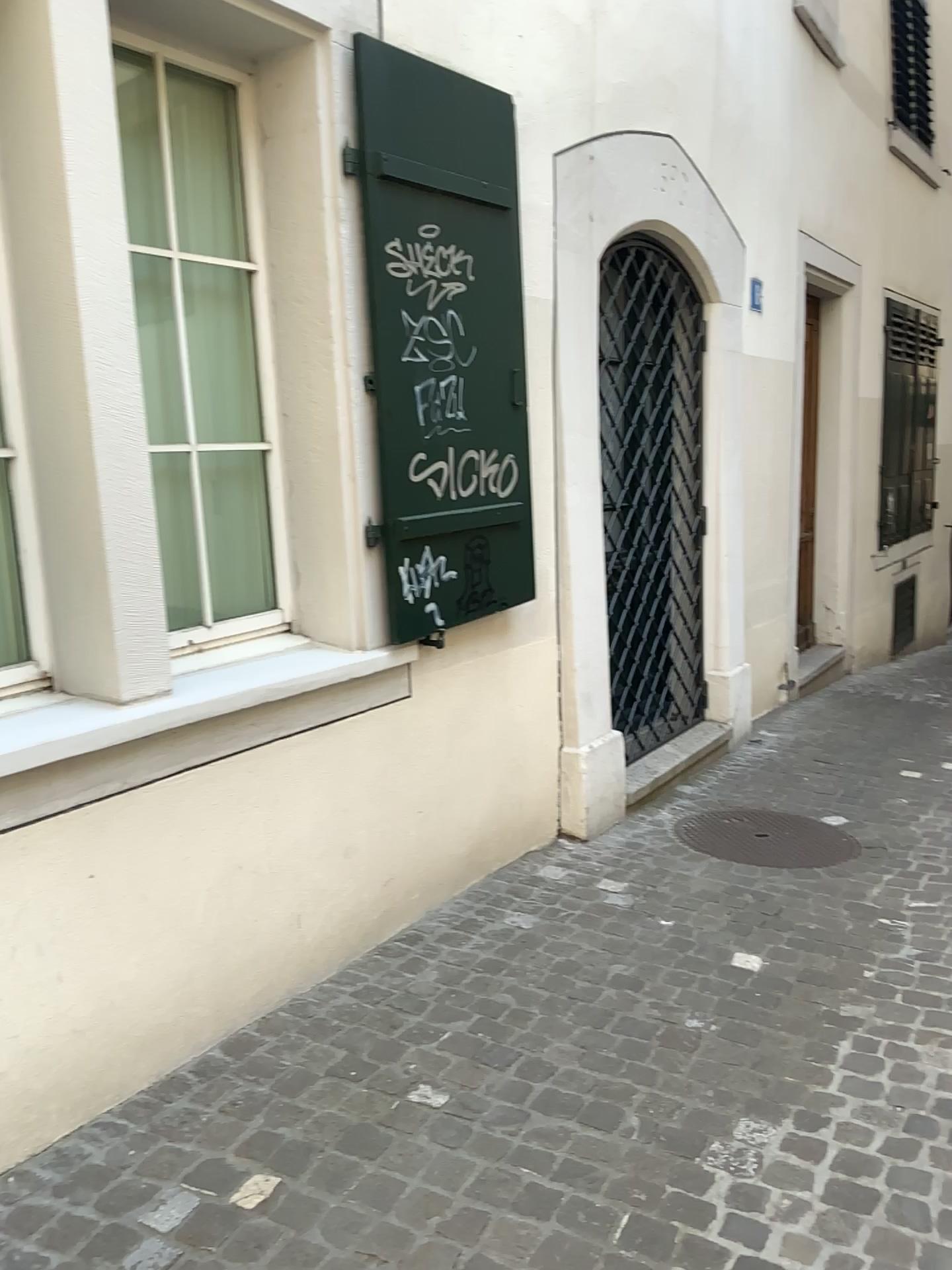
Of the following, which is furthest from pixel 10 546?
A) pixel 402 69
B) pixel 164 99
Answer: pixel 402 69

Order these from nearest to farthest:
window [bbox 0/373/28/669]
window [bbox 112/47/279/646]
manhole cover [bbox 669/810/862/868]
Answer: window [bbox 0/373/28/669]
window [bbox 112/47/279/646]
manhole cover [bbox 669/810/862/868]

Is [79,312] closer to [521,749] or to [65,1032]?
[65,1032]

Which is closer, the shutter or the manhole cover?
the shutter

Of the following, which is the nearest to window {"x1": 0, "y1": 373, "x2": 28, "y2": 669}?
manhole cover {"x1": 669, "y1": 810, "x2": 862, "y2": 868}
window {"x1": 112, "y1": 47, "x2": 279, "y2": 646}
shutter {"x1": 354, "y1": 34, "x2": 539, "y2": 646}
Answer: window {"x1": 112, "y1": 47, "x2": 279, "y2": 646}

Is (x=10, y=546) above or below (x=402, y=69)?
below

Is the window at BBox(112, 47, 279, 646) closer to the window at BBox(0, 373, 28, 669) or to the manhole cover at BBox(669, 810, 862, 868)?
the window at BBox(0, 373, 28, 669)

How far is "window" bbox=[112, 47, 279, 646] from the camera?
Answer: 2.8m

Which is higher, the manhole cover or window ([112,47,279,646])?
window ([112,47,279,646])

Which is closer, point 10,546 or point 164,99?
point 10,546
